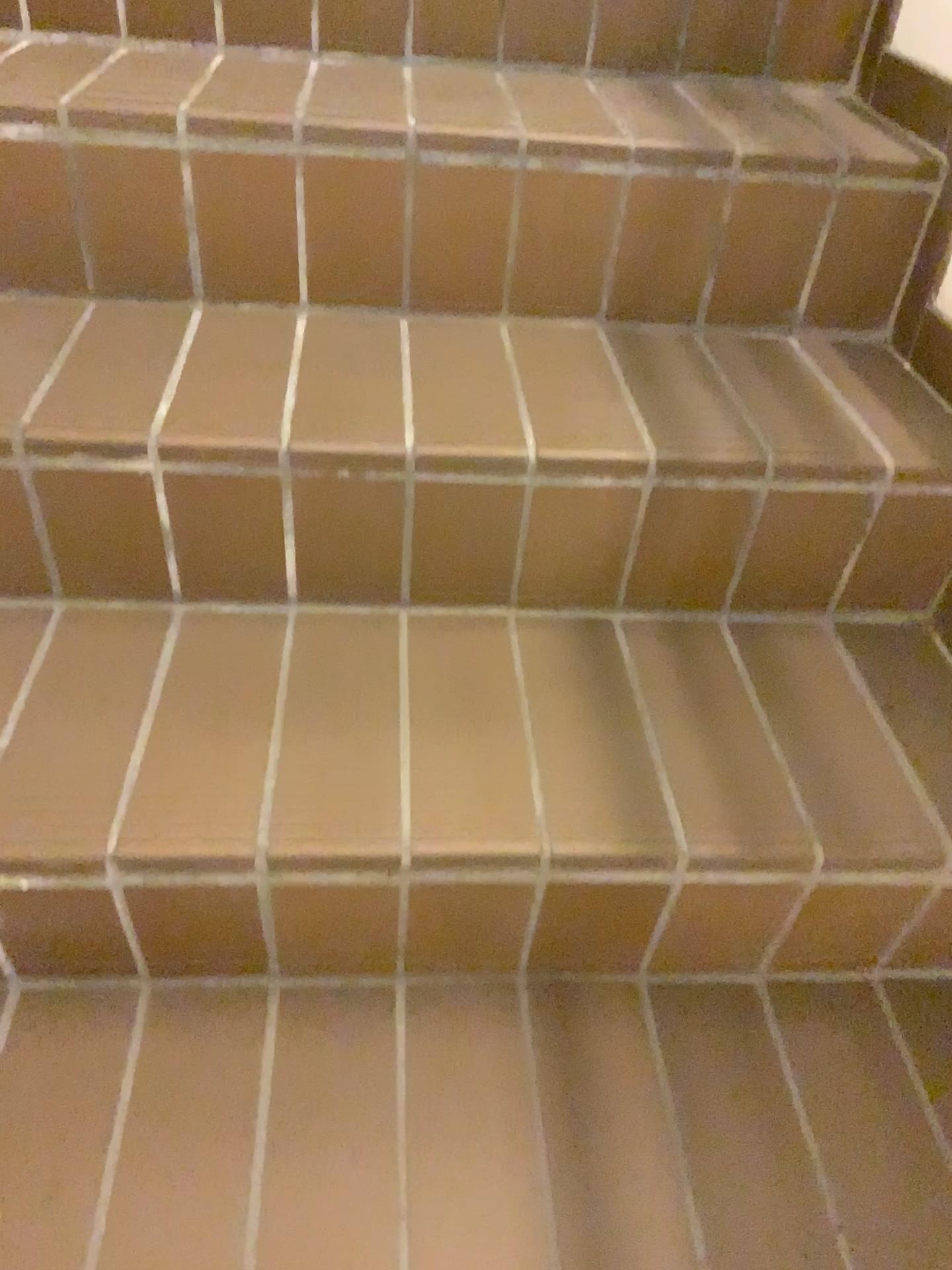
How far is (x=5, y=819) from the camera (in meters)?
0.77

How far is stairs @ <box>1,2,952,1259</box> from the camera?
0.77m

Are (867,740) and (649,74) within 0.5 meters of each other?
no
